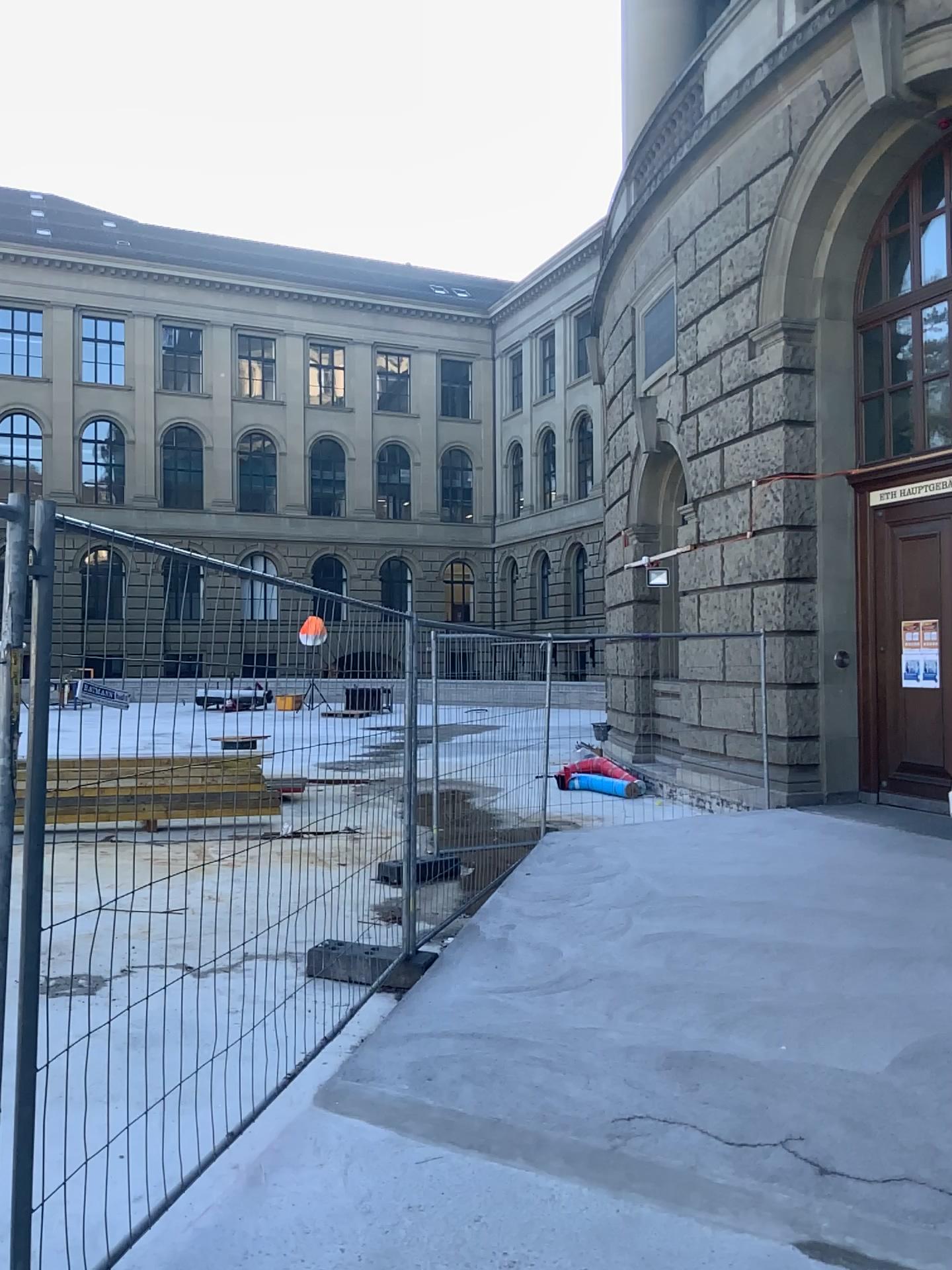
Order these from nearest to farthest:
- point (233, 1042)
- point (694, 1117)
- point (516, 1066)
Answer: point (694, 1117), point (516, 1066), point (233, 1042)
